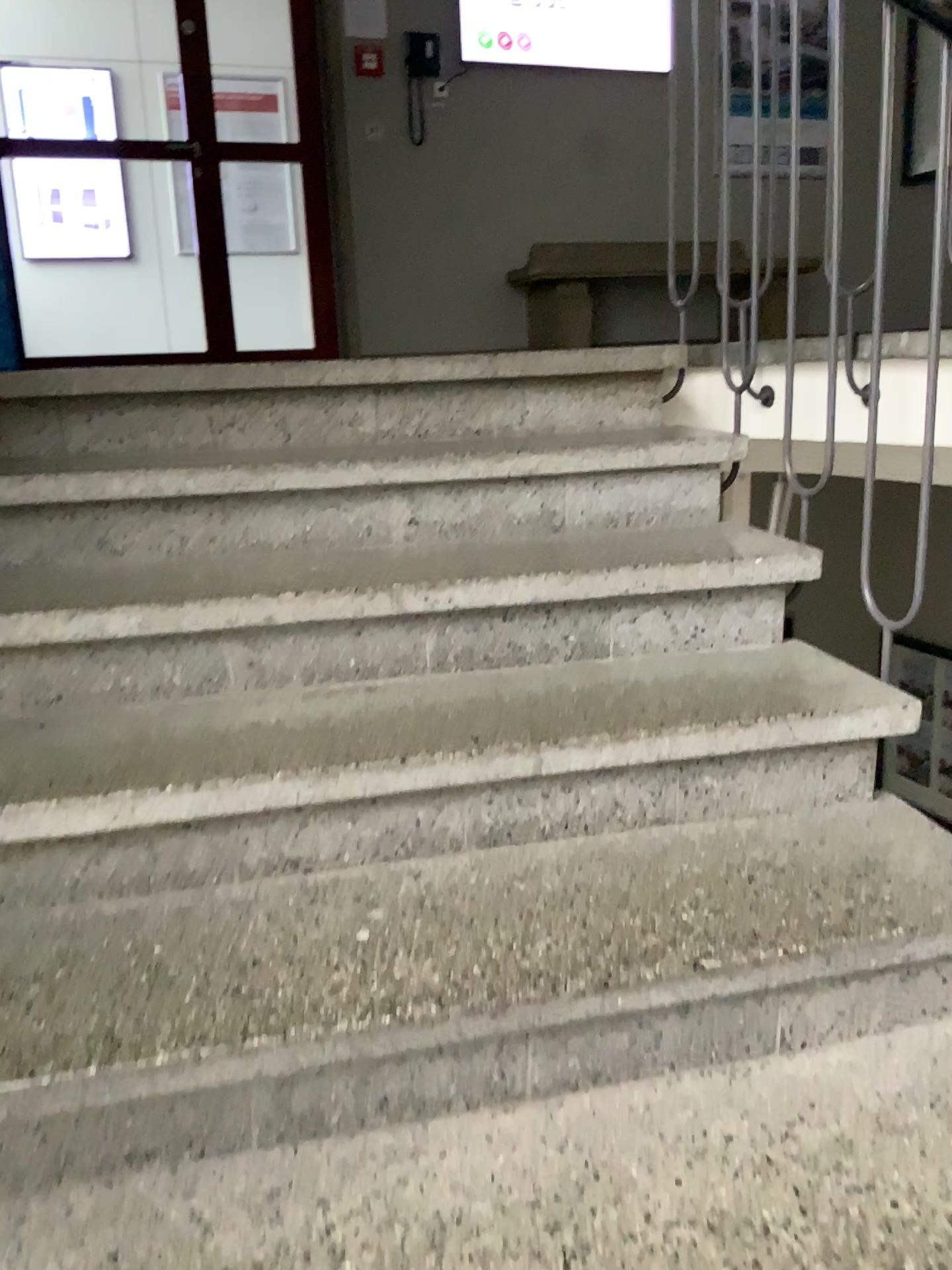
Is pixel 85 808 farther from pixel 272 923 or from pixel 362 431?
pixel 362 431
